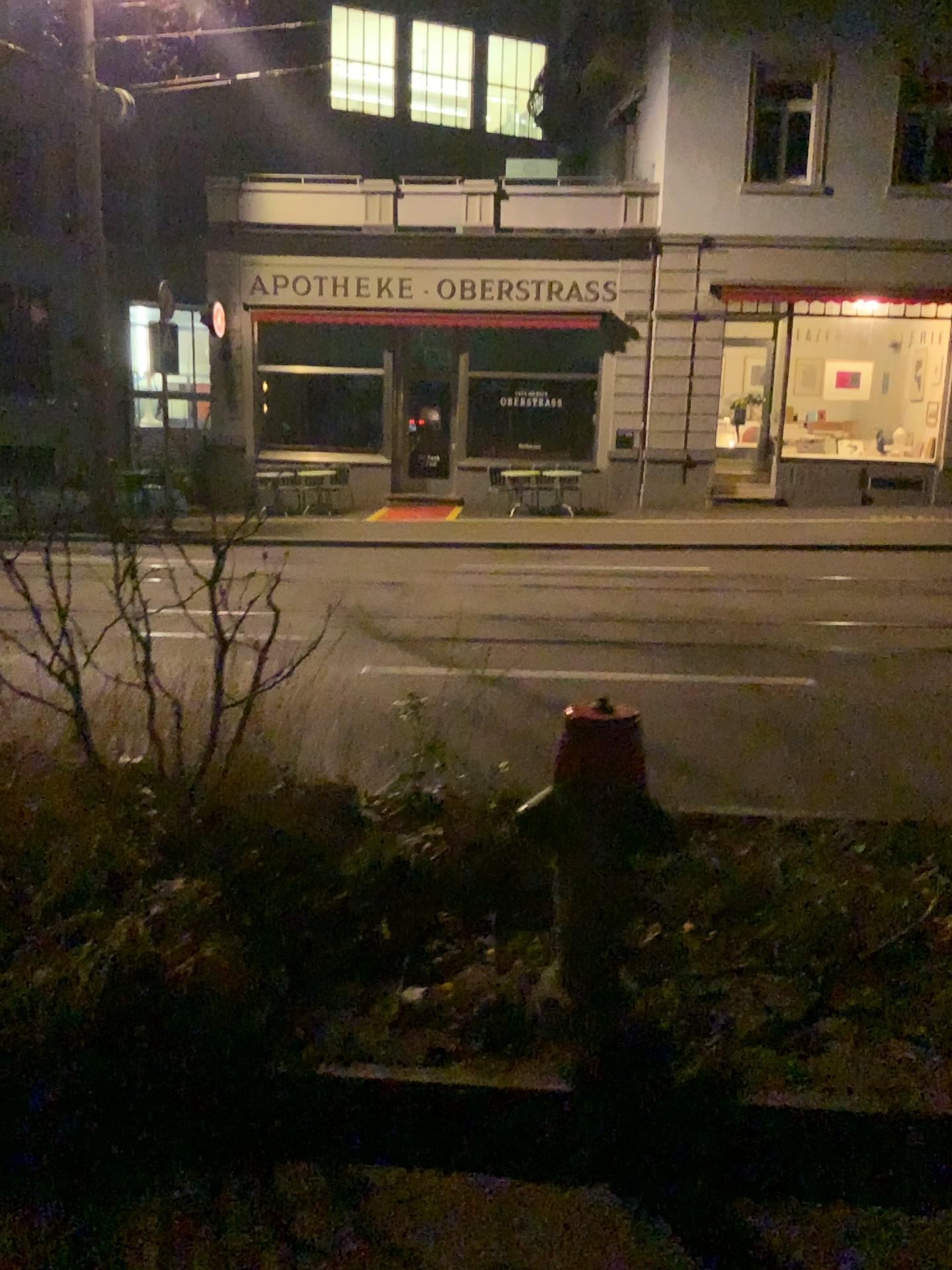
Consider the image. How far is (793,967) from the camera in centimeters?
270cm
